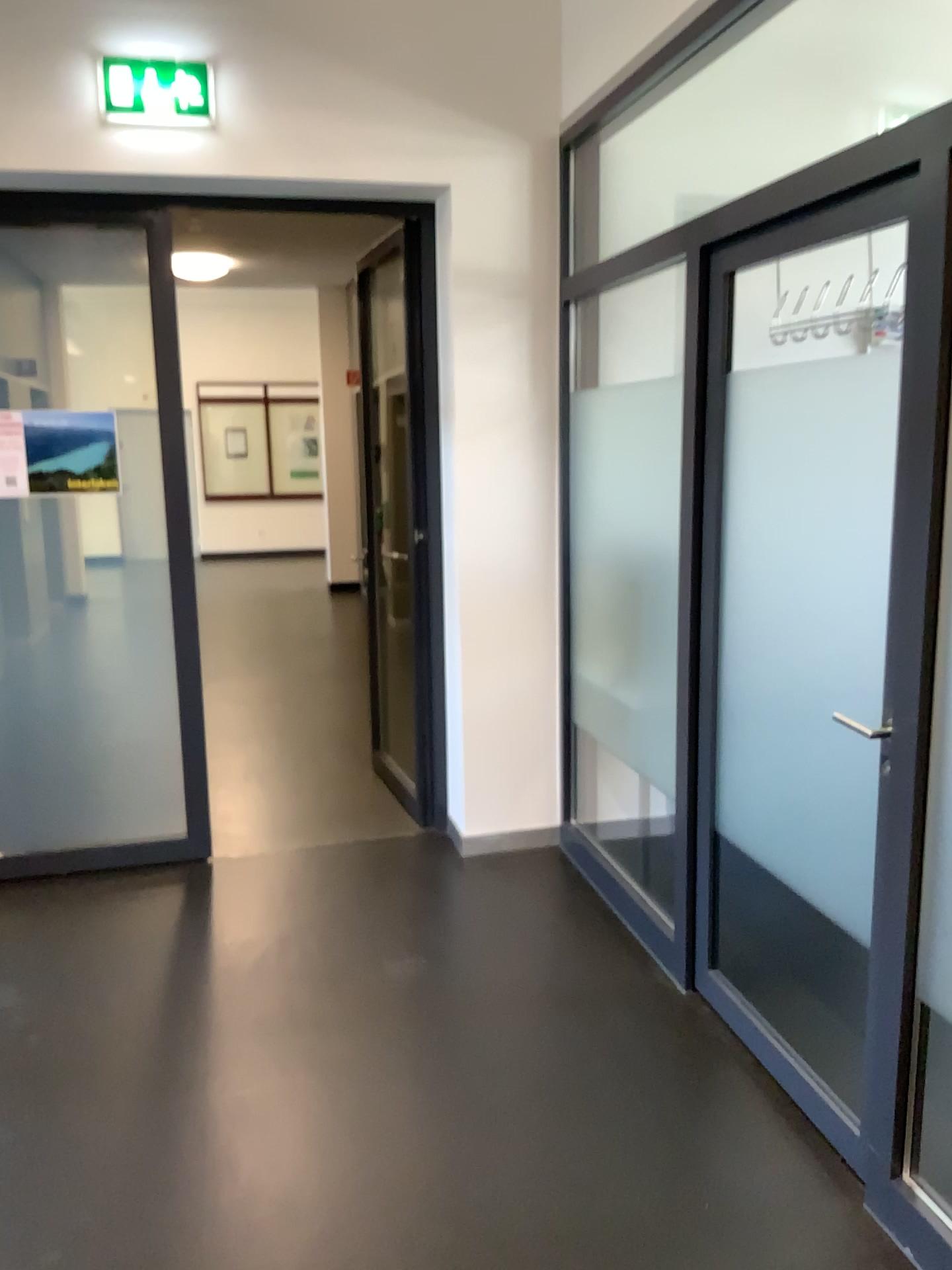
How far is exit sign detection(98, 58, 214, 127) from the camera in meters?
3.4 m

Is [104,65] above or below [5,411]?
above

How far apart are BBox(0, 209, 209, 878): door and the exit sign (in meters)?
0.72

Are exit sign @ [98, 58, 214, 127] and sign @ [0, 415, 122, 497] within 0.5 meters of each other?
no

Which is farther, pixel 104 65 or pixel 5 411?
pixel 5 411

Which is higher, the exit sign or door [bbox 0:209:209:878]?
the exit sign

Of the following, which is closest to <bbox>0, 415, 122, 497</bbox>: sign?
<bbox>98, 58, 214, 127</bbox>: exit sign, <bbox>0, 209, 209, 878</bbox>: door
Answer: <bbox>0, 209, 209, 878</bbox>: door

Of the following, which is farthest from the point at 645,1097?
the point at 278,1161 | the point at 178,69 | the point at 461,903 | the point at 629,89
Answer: the point at 178,69

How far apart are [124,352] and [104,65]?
0.91m

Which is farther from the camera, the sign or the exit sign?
the sign
